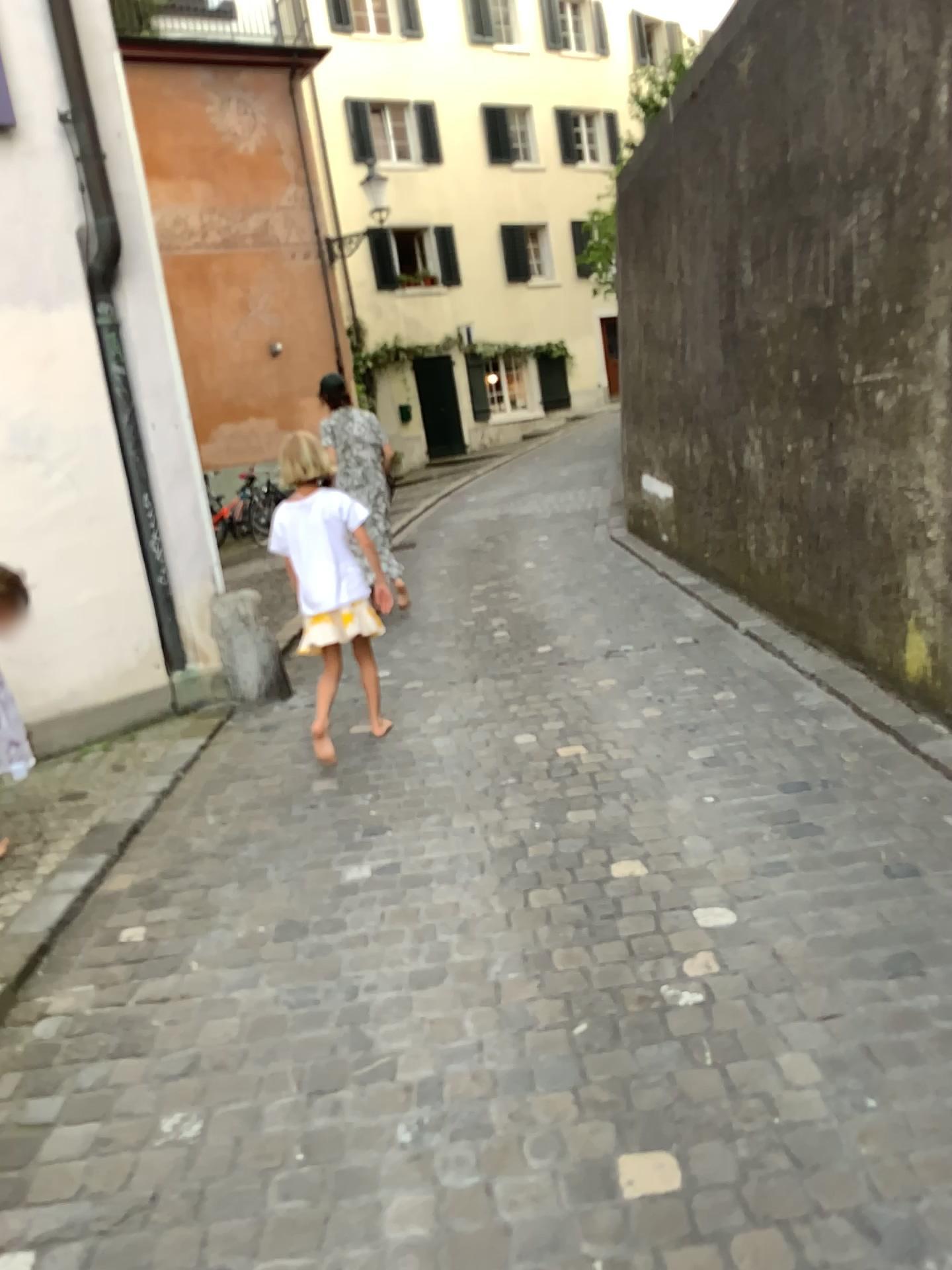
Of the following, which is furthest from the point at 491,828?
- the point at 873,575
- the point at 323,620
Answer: the point at 873,575
